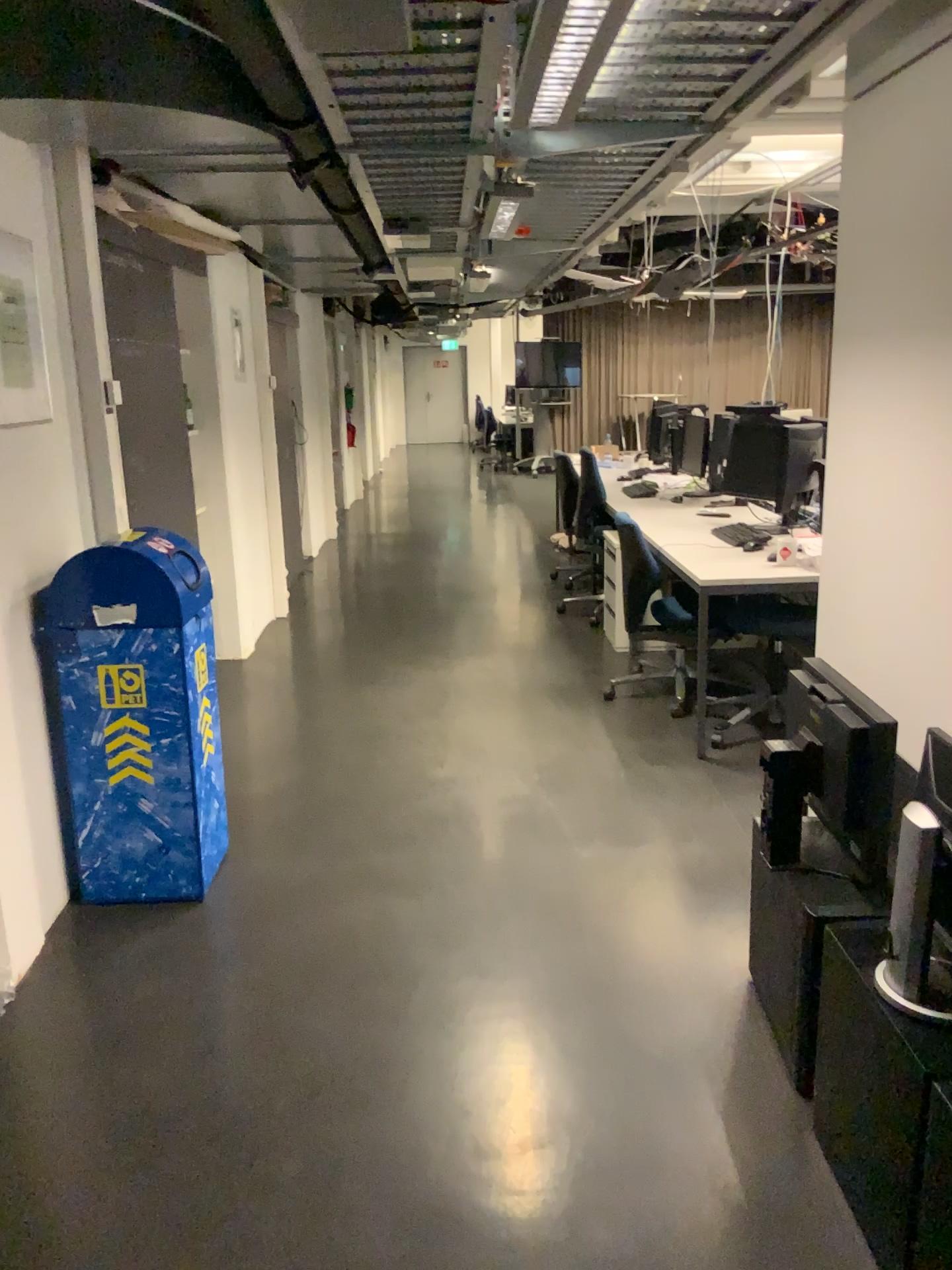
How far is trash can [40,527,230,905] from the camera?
3.0 meters

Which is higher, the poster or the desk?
the poster

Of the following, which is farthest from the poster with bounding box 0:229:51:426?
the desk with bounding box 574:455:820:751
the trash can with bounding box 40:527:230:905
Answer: the desk with bounding box 574:455:820:751

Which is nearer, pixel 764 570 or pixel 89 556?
pixel 89 556

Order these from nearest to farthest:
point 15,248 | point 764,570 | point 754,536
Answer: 1. point 15,248
2. point 764,570
3. point 754,536

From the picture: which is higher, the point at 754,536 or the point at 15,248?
the point at 15,248

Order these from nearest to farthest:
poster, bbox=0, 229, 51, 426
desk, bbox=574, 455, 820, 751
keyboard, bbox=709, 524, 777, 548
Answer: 1. poster, bbox=0, 229, 51, 426
2. desk, bbox=574, 455, 820, 751
3. keyboard, bbox=709, 524, 777, 548

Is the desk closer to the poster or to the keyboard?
the keyboard

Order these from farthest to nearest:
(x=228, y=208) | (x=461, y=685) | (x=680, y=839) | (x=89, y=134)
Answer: (x=461, y=685), (x=228, y=208), (x=680, y=839), (x=89, y=134)

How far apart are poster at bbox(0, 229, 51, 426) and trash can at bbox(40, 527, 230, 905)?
0.4 meters
